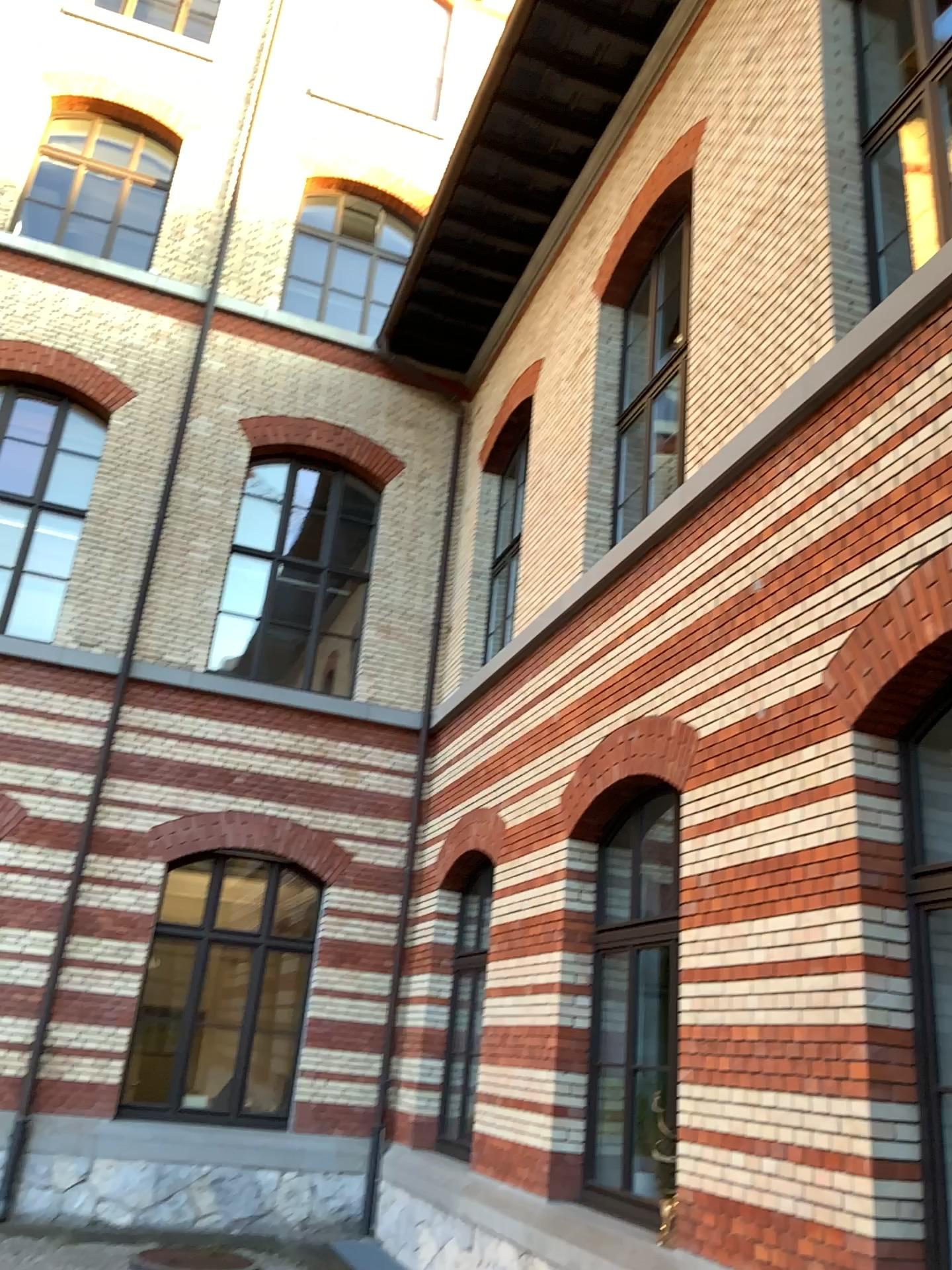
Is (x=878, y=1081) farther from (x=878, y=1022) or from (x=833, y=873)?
(x=833, y=873)
